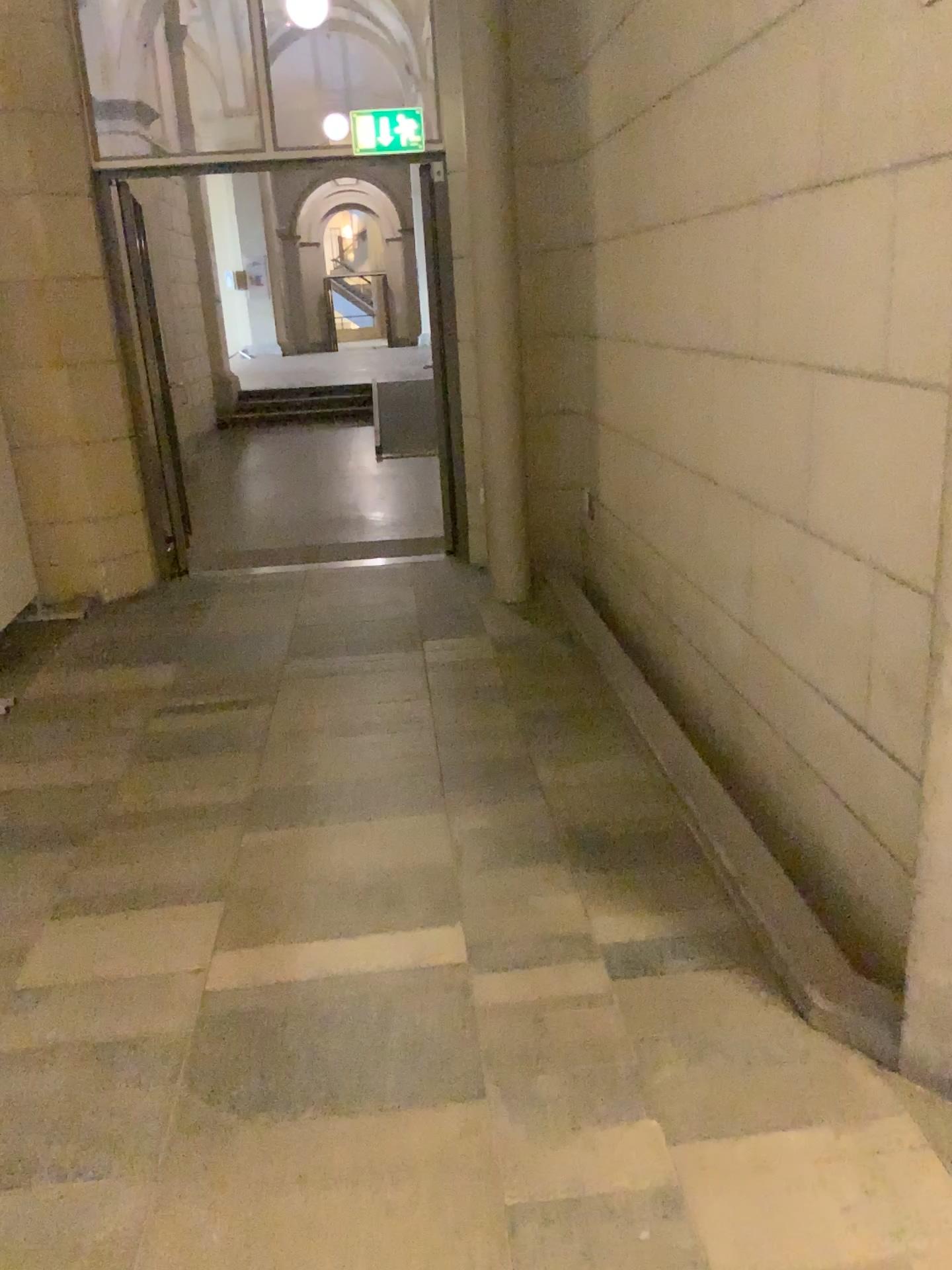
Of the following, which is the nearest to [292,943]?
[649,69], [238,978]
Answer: [238,978]

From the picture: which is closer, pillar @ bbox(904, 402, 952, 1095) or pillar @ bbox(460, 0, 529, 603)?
pillar @ bbox(904, 402, 952, 1095)

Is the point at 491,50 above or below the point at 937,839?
above

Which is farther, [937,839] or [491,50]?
[491,50]

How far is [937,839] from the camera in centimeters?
189cm

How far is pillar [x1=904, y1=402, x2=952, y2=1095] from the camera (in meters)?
1.89
